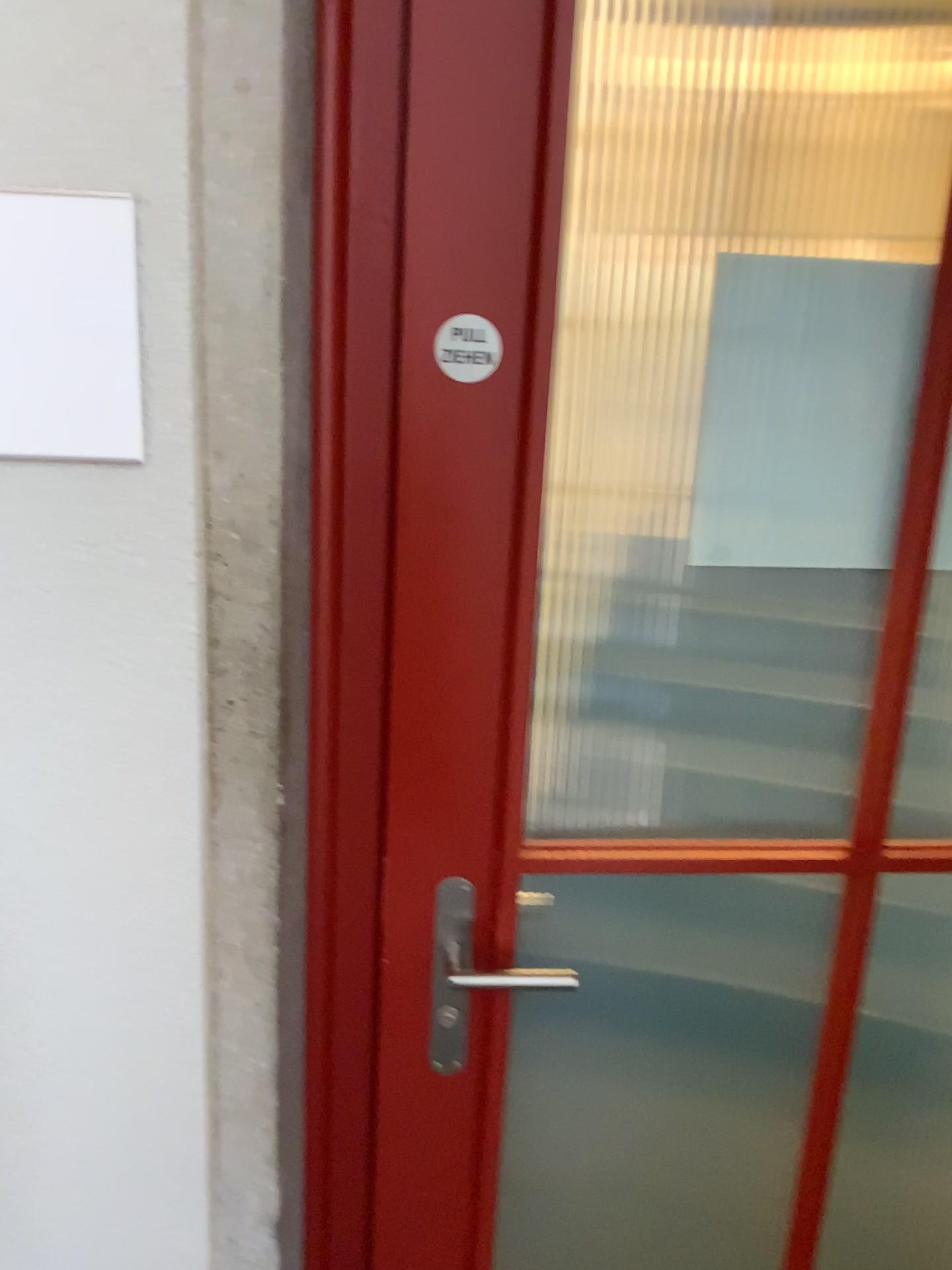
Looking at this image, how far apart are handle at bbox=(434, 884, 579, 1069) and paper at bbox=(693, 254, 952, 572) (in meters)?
0.39

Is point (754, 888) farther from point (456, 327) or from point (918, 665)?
point (456, 327)

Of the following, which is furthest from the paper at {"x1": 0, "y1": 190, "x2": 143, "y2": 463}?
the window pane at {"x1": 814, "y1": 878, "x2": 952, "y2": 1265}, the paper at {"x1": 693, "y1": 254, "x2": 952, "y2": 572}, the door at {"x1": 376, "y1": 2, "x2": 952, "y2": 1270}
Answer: the window pane at {"x1": 814, "y1": 878, "x2": 952, "y2": 1265}

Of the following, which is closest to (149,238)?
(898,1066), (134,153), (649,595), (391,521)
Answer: (134,153)

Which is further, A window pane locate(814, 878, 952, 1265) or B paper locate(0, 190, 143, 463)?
A window pane locate(814, 878, 952, 1265)

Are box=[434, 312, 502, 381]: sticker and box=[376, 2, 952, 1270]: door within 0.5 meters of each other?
yes

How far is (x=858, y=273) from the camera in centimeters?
100cm

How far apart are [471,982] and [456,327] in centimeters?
65cm

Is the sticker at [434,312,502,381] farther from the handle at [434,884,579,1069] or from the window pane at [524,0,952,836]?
the handle at [434,884,579,1069]

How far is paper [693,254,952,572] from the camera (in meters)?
1.00
